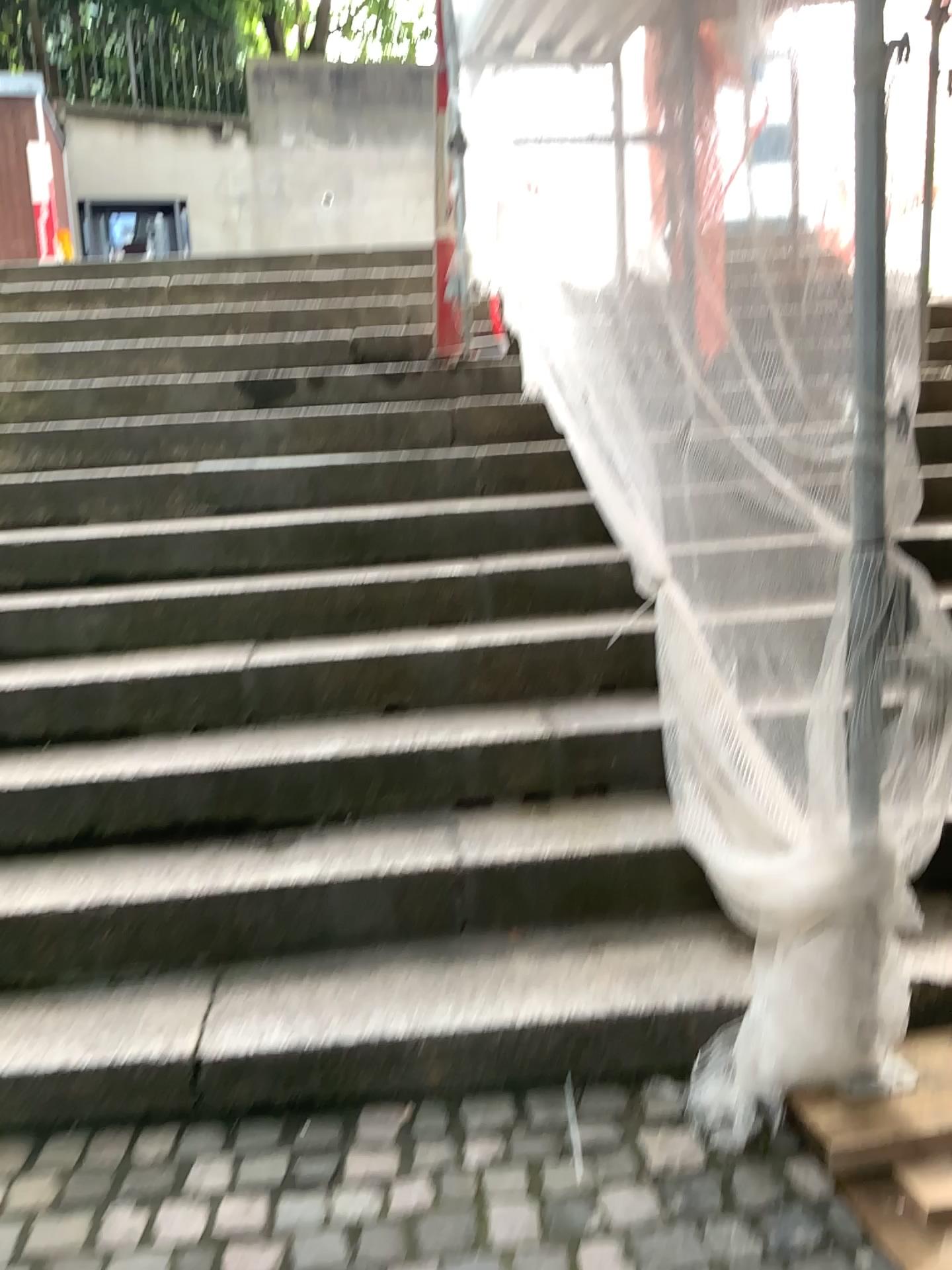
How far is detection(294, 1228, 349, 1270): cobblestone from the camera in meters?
1.6 m

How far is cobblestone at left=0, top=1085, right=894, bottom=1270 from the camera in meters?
1.6

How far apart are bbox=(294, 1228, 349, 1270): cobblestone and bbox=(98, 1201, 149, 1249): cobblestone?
0.26m

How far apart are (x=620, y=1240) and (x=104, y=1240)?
0.8m

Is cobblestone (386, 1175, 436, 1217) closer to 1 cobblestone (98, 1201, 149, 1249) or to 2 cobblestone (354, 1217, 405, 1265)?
2 cobblestone (354, 1217, 405, 1265)

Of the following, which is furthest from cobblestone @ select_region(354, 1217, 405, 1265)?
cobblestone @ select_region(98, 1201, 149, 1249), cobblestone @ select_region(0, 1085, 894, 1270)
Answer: cobblestone @ select_region(98, 1201, 149, 1249)

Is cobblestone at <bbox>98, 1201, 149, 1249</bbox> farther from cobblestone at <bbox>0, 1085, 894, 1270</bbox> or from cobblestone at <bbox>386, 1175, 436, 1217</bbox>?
cobblestone at <bbox>386, 1175, 436, 1217</bbox>

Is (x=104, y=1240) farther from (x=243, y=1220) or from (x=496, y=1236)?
(x=496, y=1236)

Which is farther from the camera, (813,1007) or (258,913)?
(258,913)

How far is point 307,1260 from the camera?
1.6m
